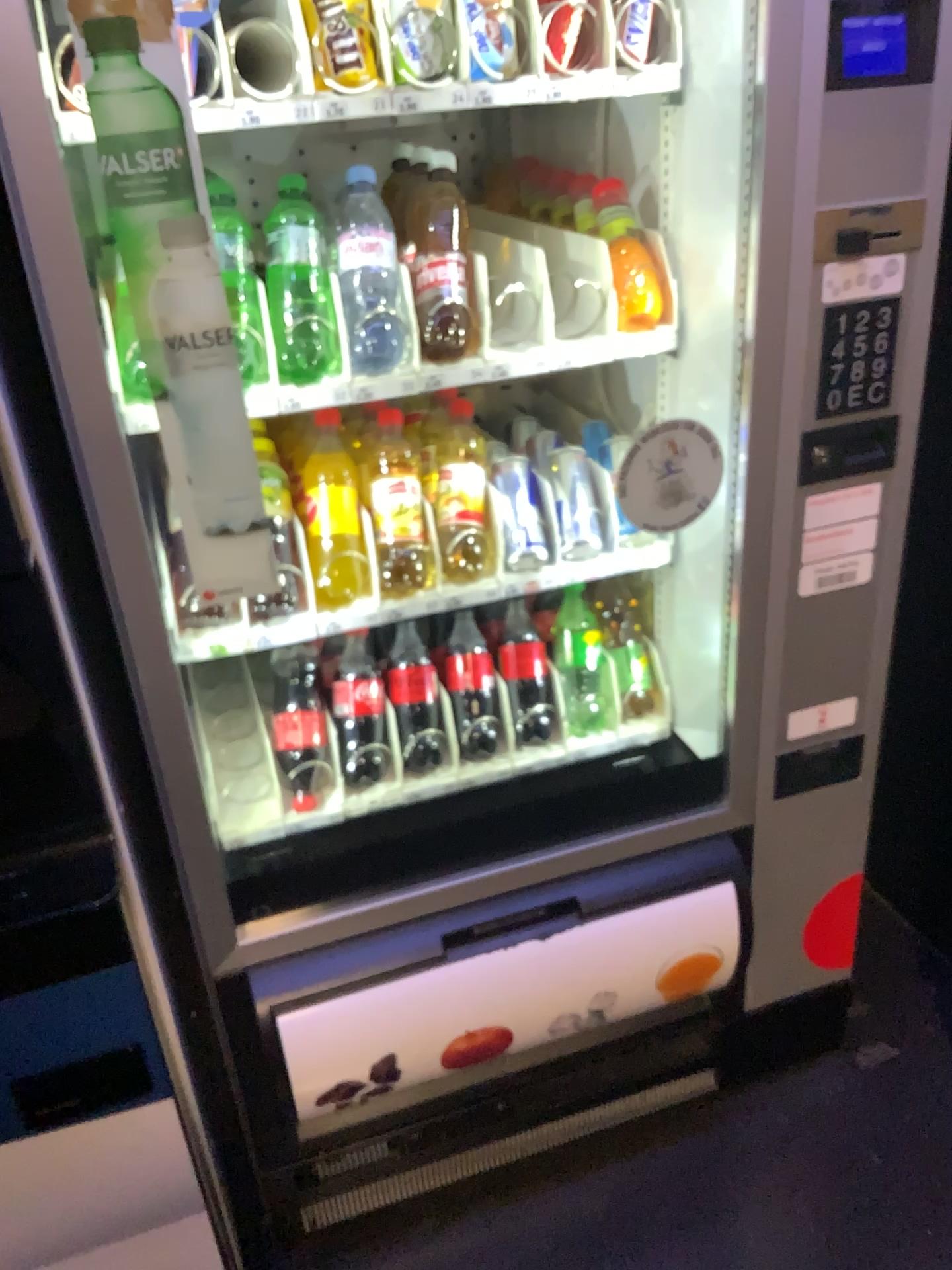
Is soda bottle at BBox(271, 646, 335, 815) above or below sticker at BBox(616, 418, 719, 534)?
below

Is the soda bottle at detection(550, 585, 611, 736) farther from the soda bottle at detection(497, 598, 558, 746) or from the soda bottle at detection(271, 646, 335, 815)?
the soda bottle at detection(271, 646, 335, 815)

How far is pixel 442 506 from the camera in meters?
1.3 m

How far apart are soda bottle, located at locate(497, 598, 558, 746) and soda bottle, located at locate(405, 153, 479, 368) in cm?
42

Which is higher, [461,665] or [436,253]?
[436,253]

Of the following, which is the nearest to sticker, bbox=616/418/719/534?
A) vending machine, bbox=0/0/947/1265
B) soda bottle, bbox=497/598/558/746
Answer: vending machine, bbox=0/0/947/1265

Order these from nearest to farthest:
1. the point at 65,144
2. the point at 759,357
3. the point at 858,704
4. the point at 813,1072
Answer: the point at 65,144, the point at 759,357, the point at 858,704, the point at 813,1072

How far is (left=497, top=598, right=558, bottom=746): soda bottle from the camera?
1.48m

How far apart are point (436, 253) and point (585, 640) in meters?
0.6 m

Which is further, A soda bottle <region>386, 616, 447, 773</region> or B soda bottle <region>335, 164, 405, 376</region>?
A soda bottle <region>386, 616, 447, 773</region>
